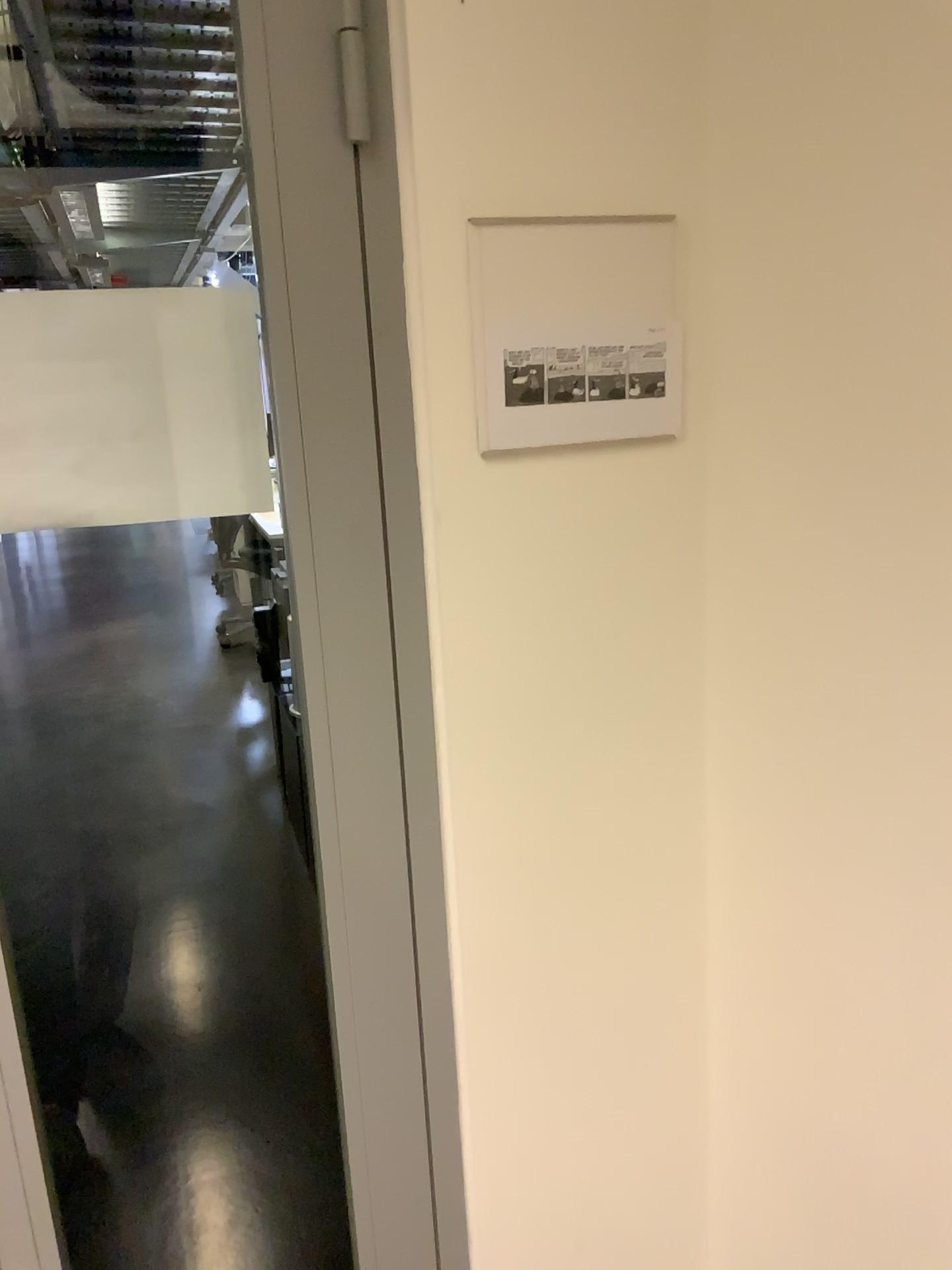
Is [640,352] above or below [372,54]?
below

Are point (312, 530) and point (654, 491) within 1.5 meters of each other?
yes

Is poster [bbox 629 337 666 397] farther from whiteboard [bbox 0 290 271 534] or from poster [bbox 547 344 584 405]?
whiteboard [bbox 0 290 271 534]

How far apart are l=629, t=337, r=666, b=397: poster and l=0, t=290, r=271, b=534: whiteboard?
0.4m

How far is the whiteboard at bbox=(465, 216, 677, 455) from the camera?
1.00m

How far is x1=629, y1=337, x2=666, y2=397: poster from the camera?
1.06m

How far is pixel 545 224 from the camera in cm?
100

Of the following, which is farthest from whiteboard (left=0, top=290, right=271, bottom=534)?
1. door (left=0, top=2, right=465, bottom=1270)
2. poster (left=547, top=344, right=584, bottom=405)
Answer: Answer: poster (left=547, top=344, right=584, bottom=405)

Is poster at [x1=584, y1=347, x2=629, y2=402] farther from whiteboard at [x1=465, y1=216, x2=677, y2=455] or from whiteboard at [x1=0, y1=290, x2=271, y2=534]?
whiteboard at [x1=0, y1=290, x2=271, y2=534]

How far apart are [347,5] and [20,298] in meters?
0.4 m
